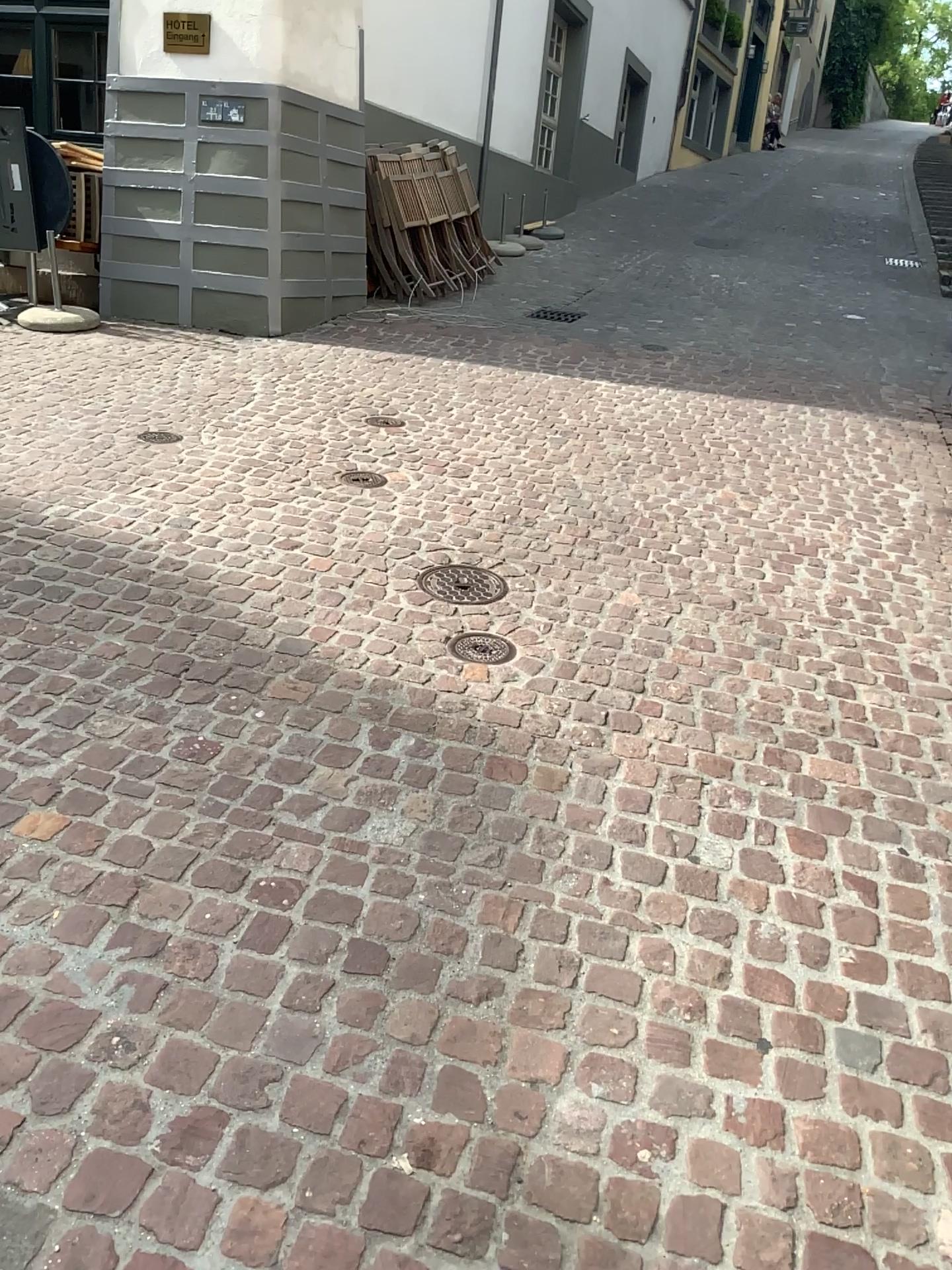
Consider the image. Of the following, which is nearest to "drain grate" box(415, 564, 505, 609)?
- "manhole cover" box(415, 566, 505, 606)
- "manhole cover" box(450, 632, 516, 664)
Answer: "manhole cover" box(415, 566, 505, 606)

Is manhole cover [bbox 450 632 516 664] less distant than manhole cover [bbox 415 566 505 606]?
Yes

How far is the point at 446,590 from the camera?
3.4m

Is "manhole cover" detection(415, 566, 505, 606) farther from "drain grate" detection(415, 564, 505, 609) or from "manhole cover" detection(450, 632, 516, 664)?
"manhole cover" detection(450, 632, 516, 664)

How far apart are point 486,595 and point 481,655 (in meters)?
0.39

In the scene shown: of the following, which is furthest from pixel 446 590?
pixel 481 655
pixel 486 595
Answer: pixel 481 655

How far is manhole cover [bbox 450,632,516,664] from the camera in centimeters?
307cm

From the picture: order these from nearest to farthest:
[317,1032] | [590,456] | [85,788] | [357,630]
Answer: [317,1032] < [85,788] < [357,630] < [590,456]

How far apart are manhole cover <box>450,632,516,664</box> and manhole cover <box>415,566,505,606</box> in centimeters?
29cm
